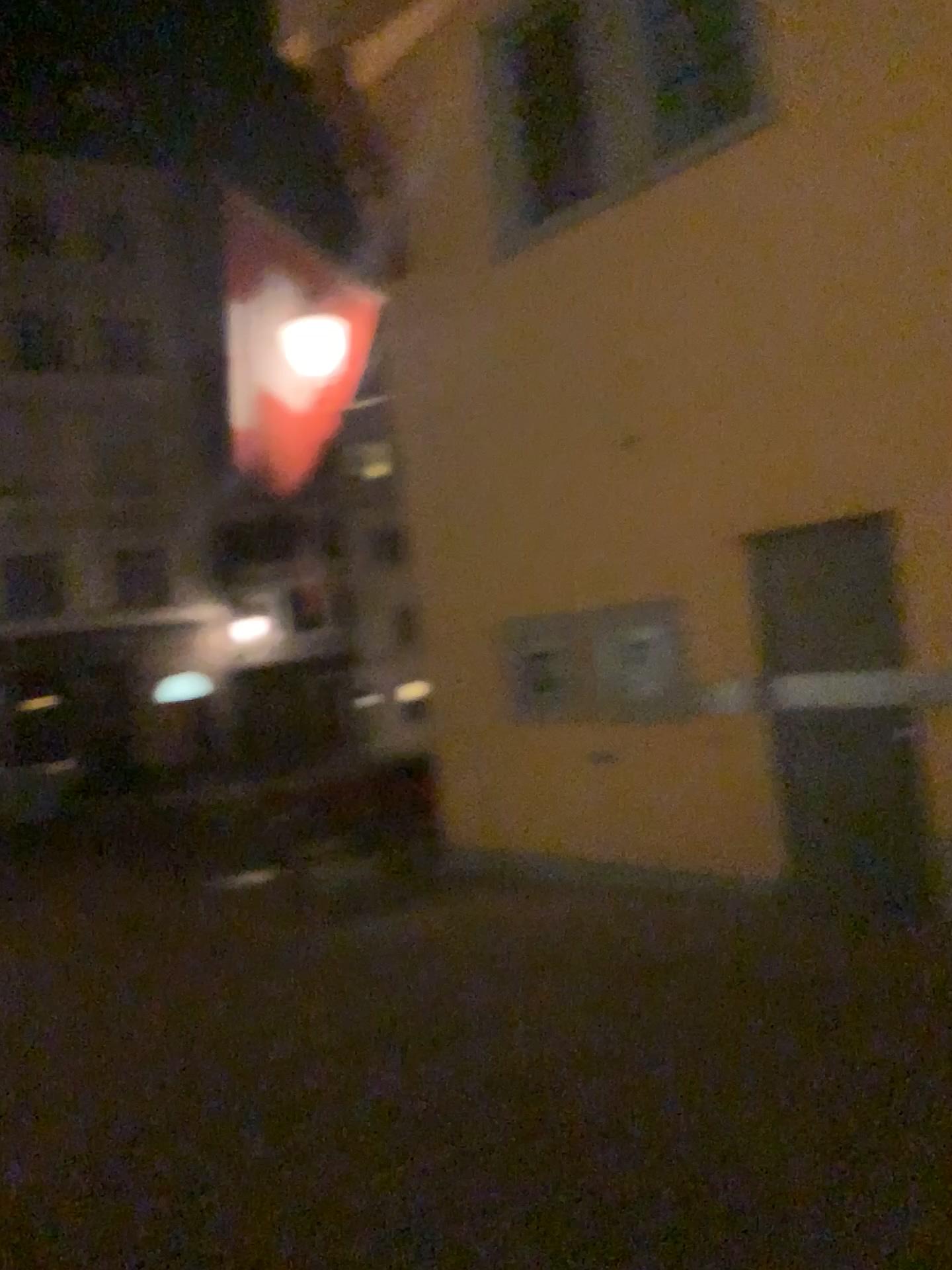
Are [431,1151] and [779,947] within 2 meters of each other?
no
